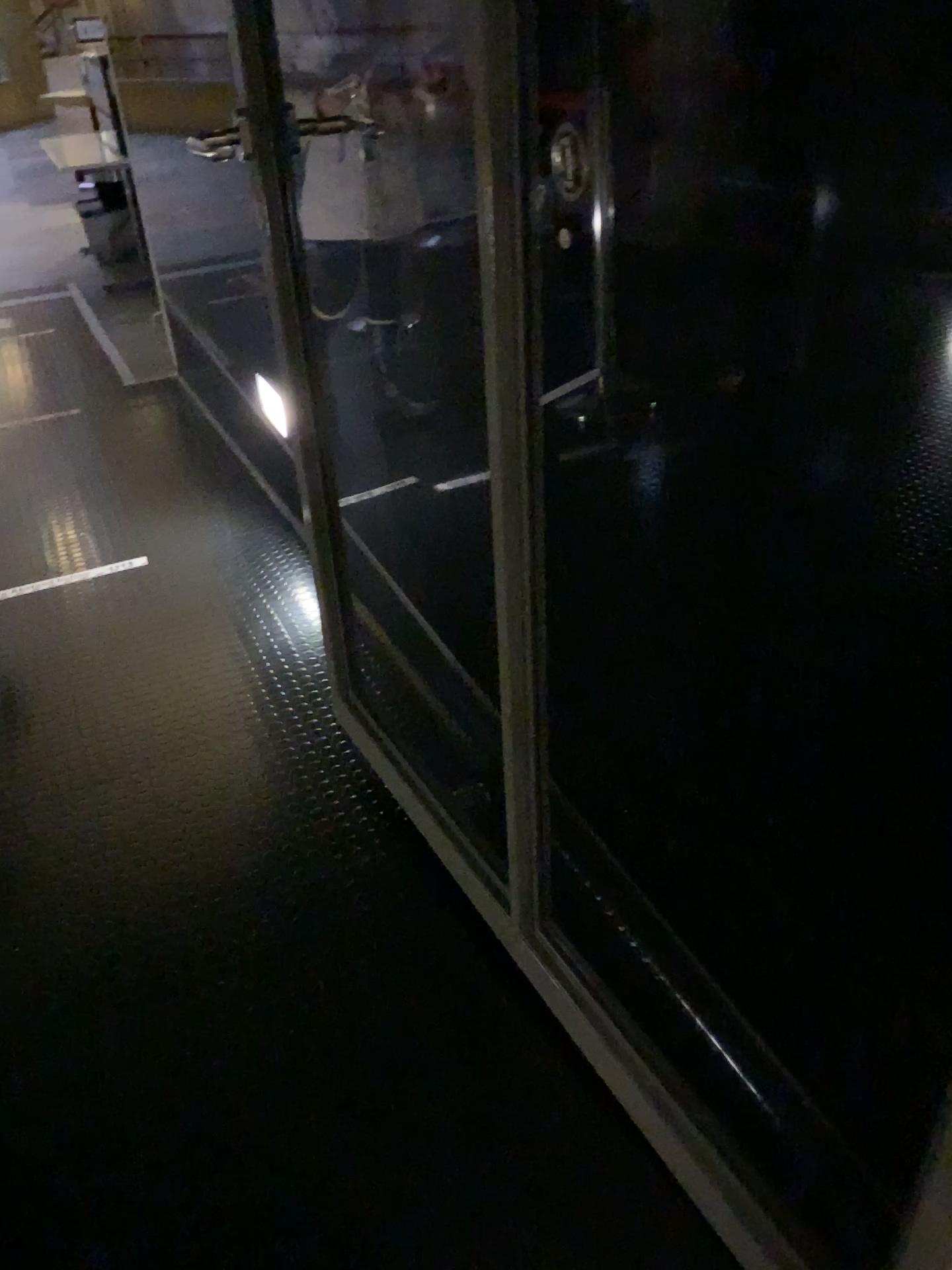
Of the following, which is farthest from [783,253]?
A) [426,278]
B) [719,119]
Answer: [426,278]

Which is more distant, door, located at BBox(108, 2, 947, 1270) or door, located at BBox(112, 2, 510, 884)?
door, located at BBox(112, 2, 510, 884)

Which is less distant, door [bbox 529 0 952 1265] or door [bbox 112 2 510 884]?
door [bbox 529 0 952 1265]

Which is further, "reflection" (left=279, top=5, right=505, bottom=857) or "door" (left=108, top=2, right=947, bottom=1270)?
"reflection" (left=279, top=5, right=505, bottom=857)

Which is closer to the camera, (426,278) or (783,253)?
(783,253)

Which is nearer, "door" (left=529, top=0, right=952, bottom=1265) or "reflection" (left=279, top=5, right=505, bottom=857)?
"door" (left=529, top=0, right=952, bottom=1265)

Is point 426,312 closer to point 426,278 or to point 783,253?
point 426,278

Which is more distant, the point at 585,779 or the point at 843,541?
the point at 585,779
